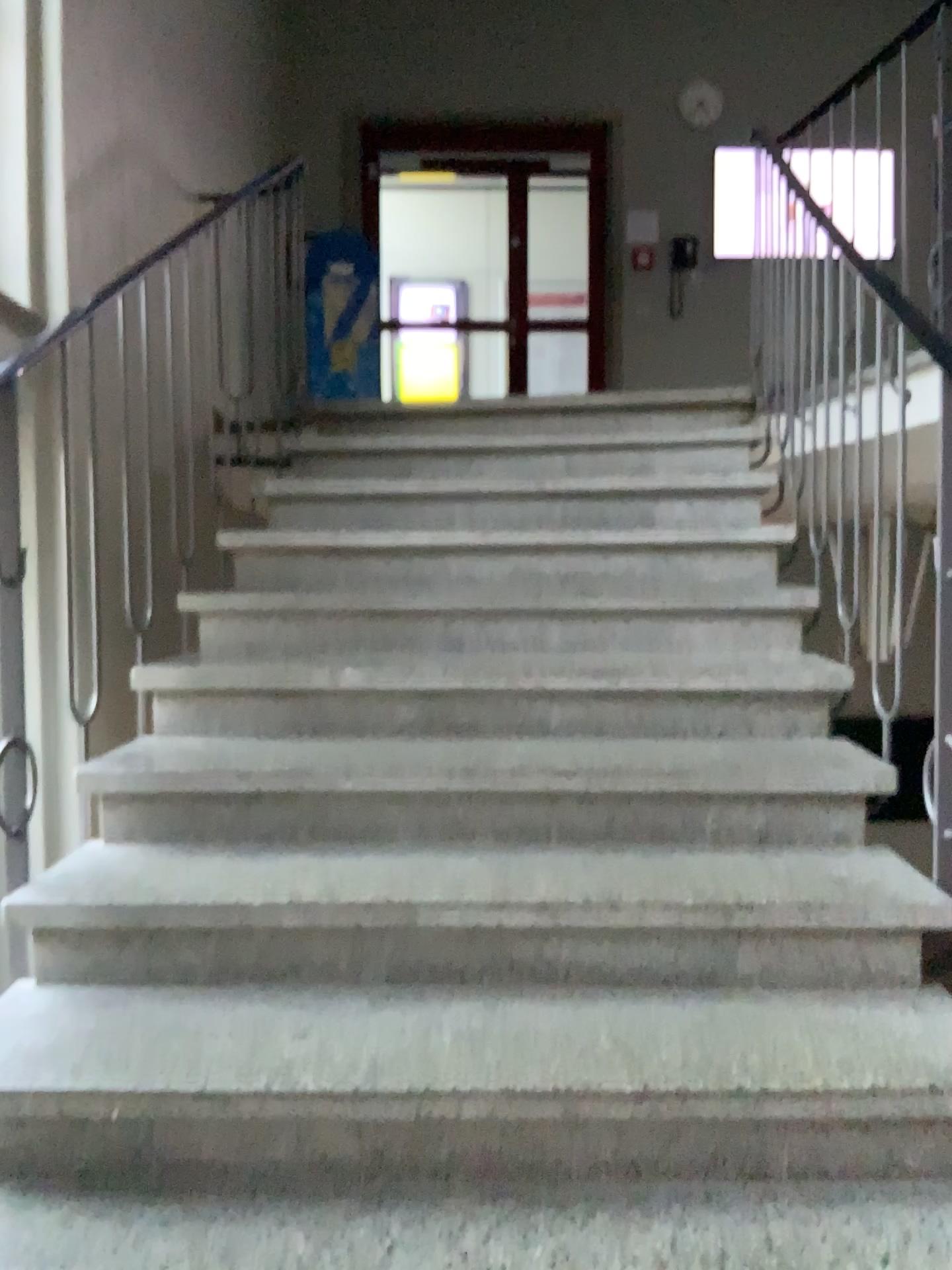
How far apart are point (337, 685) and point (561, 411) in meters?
1.7
